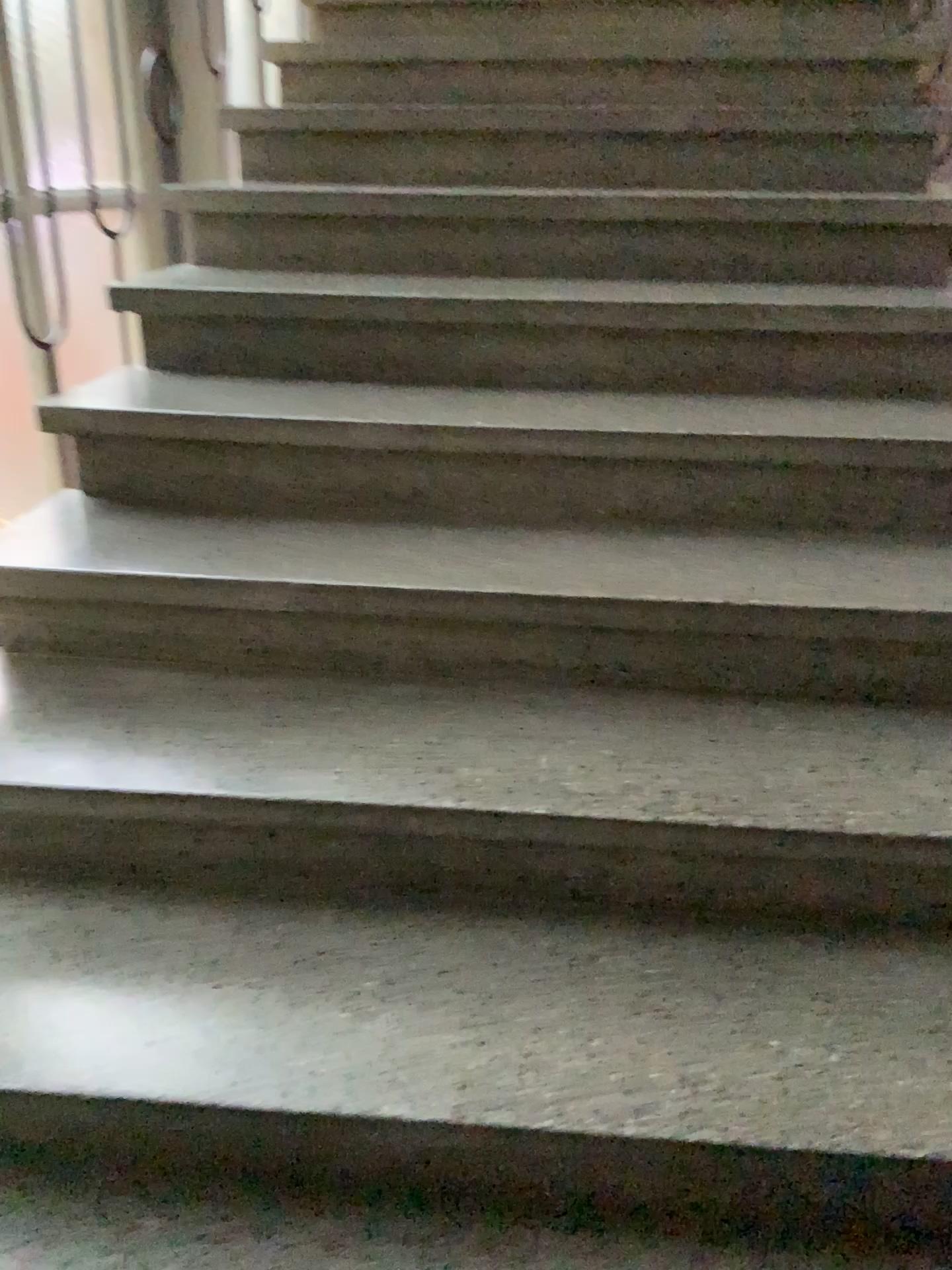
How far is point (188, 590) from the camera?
1.5 meters
